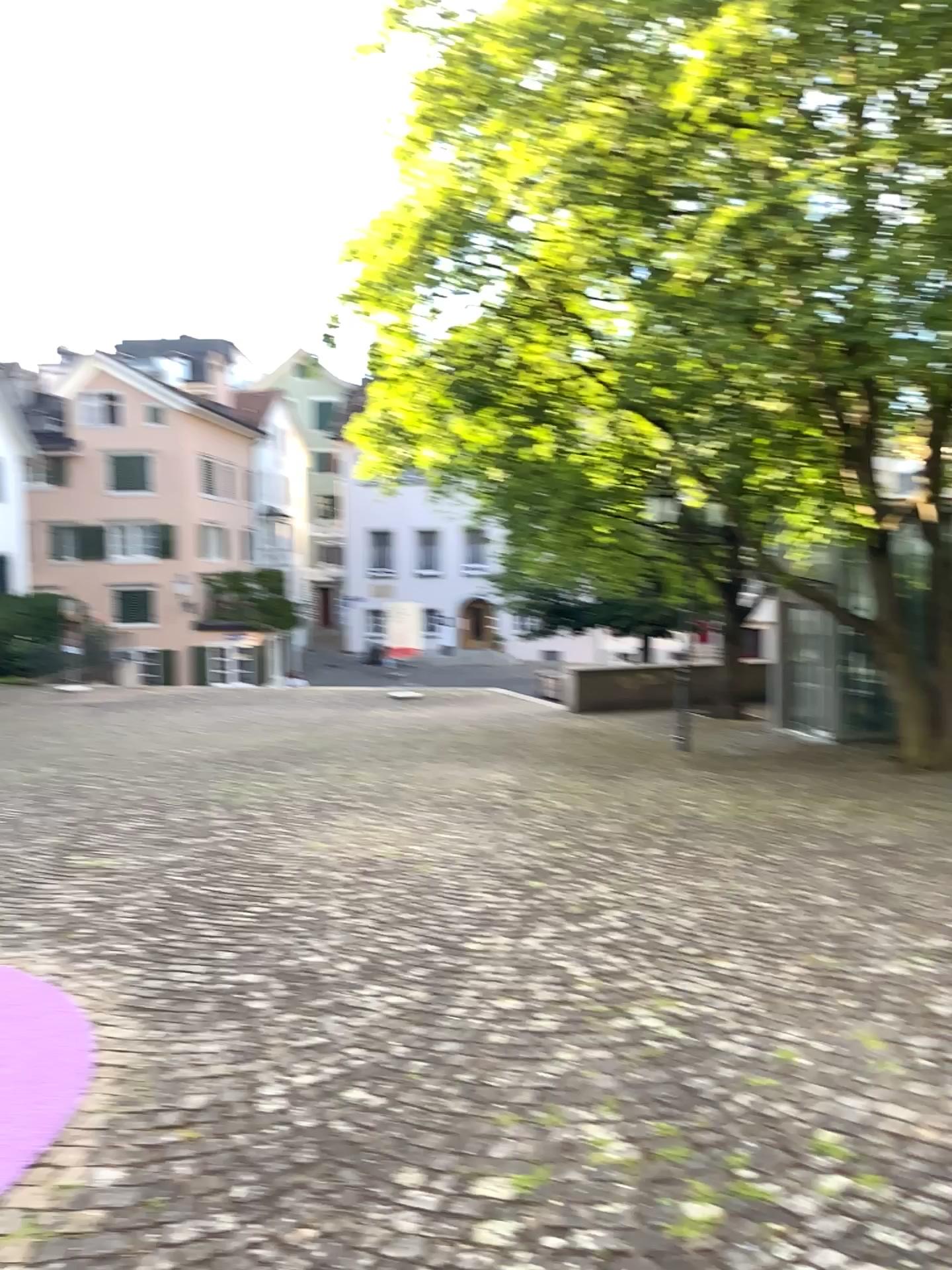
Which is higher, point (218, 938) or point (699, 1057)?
point (699, 1057)
